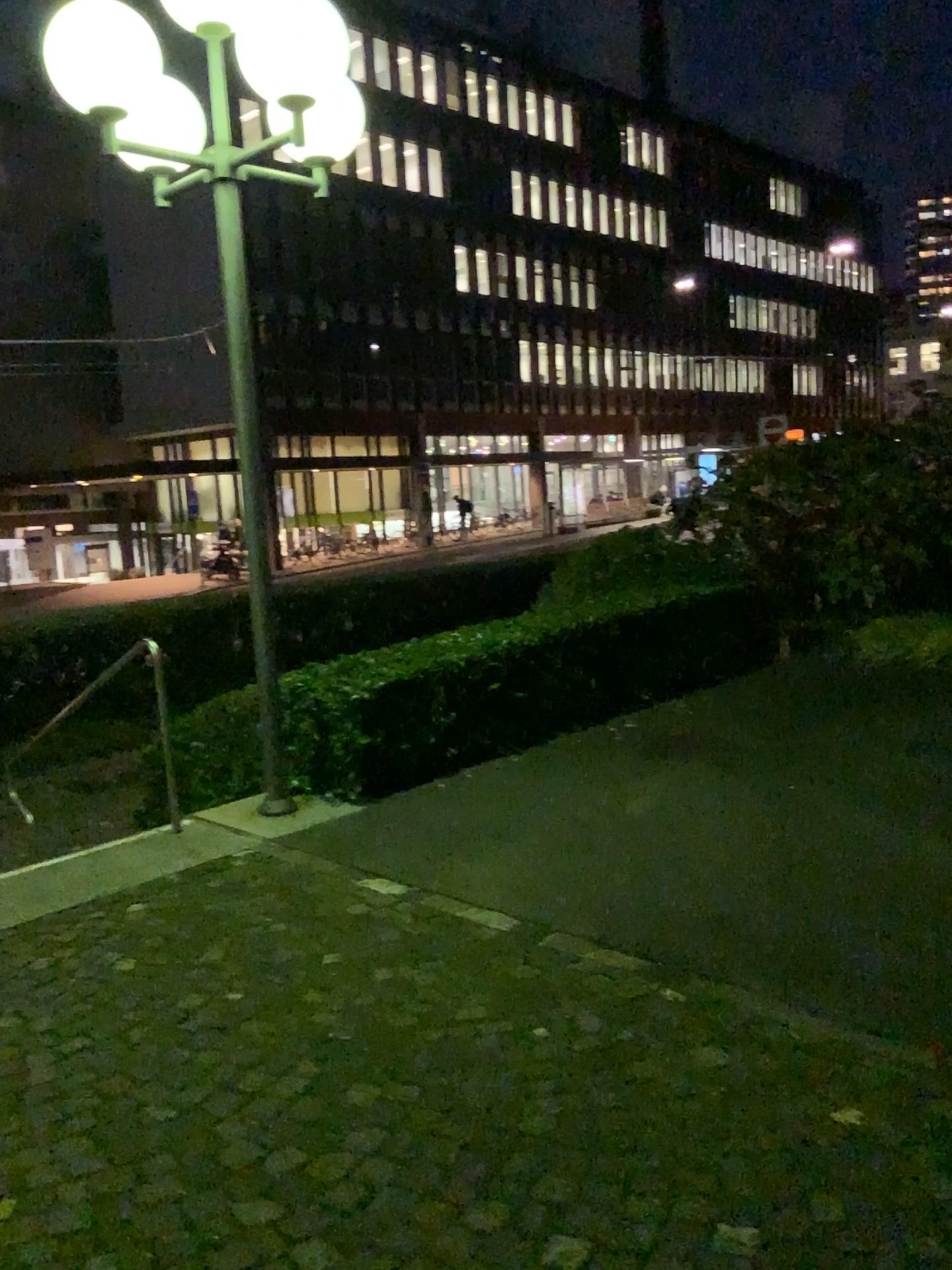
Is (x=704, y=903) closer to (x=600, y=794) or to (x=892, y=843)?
(x=892, y=843)
